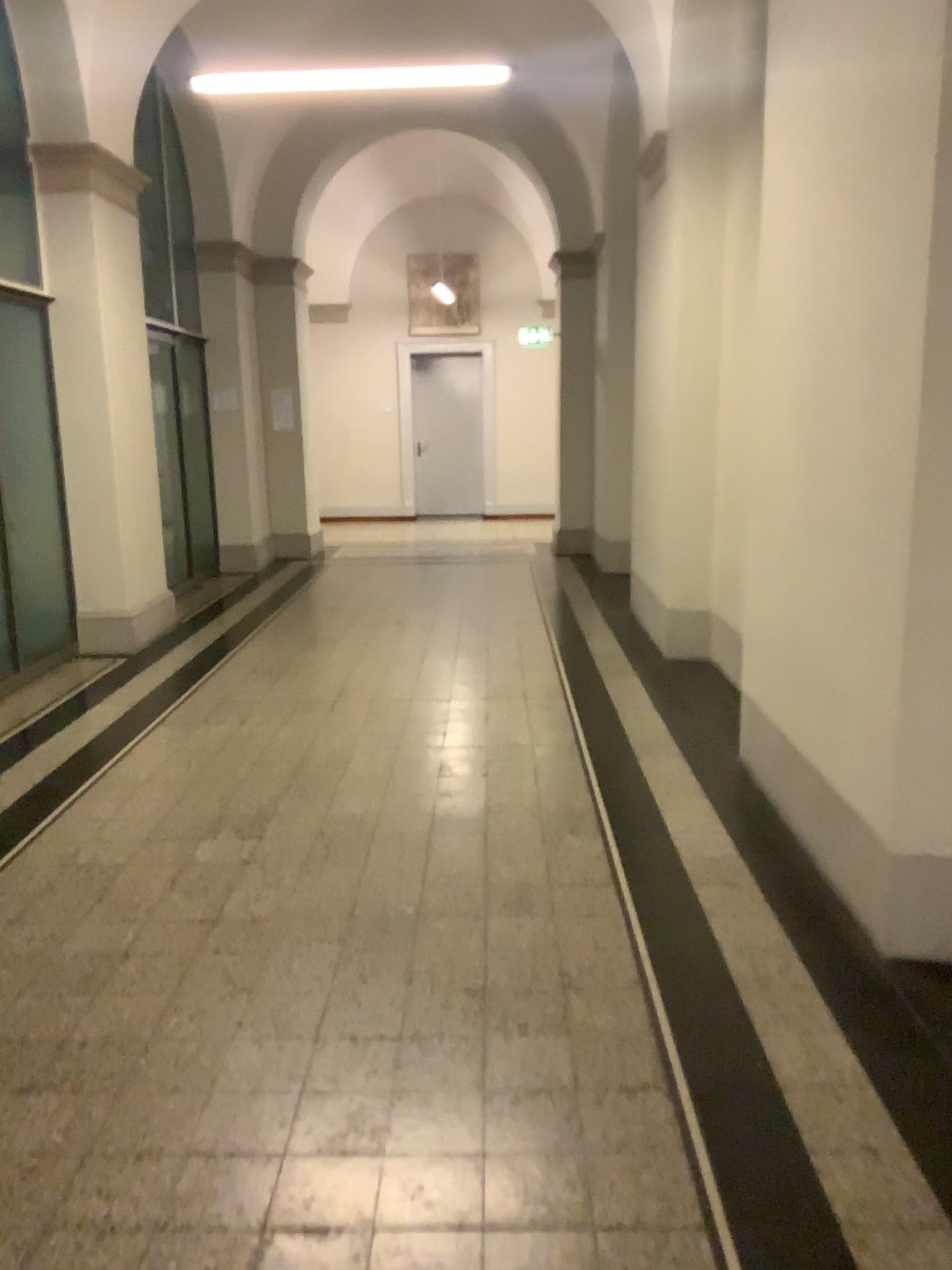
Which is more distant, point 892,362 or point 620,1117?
point 892,362
